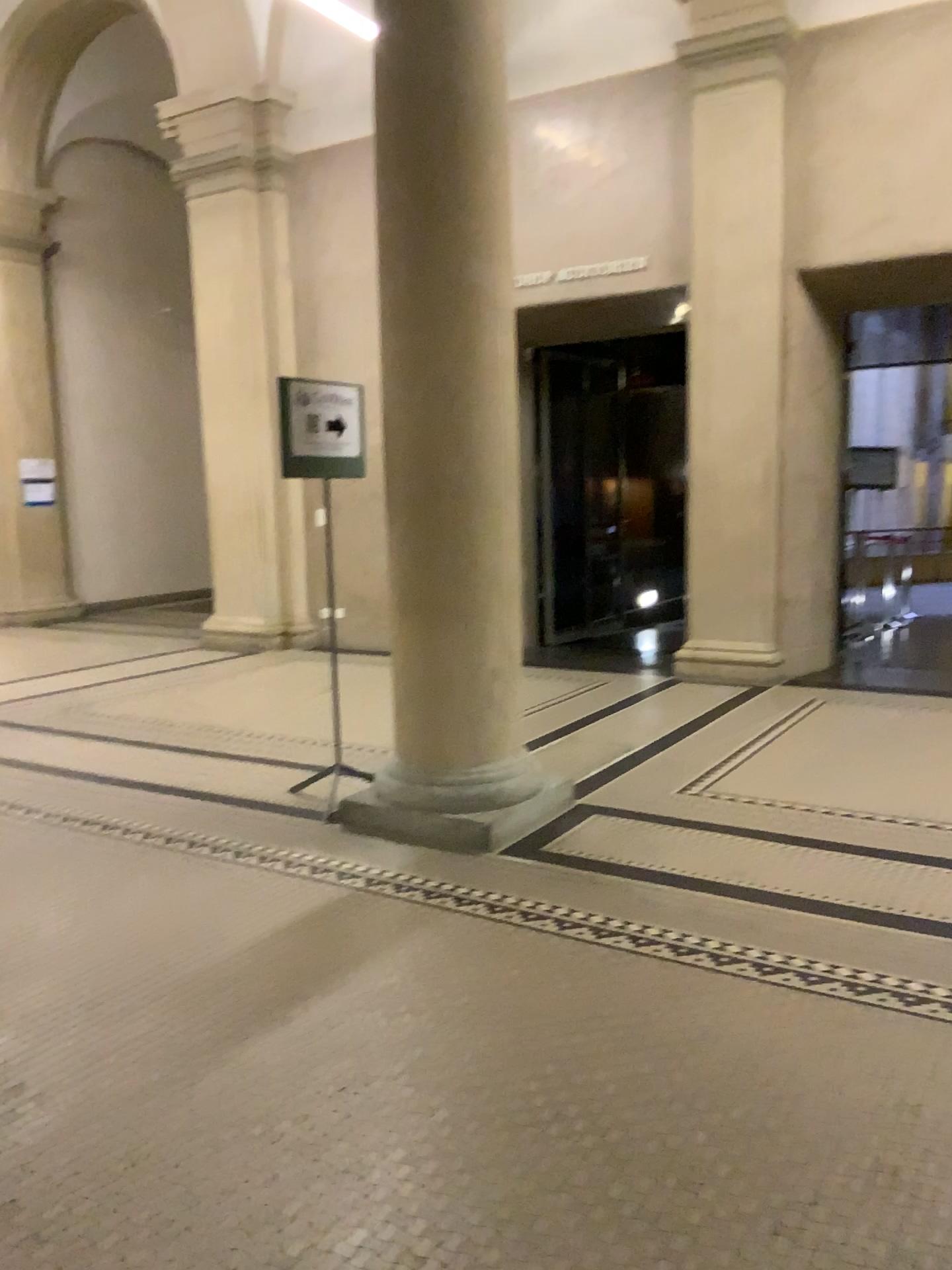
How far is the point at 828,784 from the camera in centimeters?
450cm
